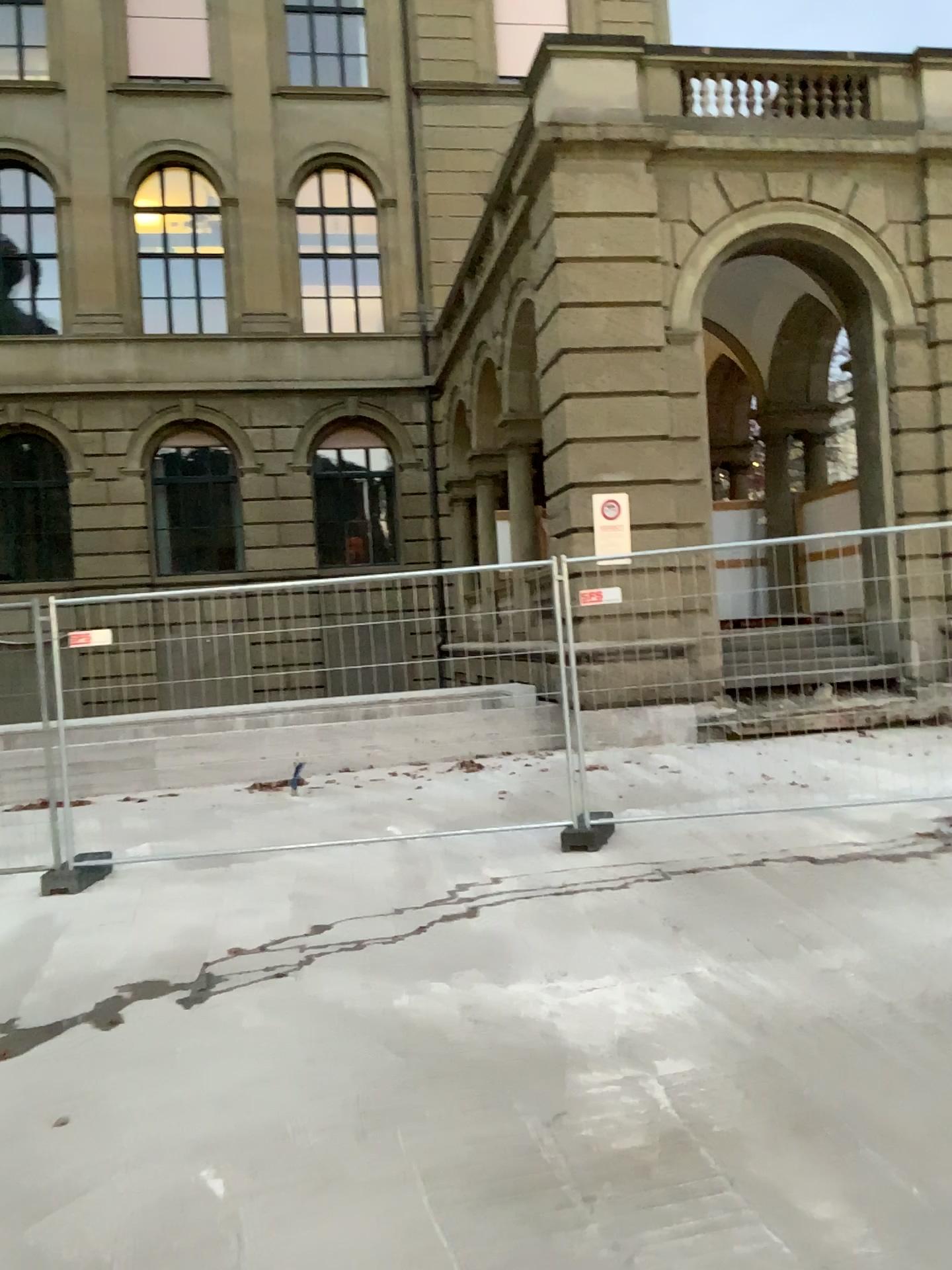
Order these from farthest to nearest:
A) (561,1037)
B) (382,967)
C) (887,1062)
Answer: (382,967), (561,1037), (887,1062)
